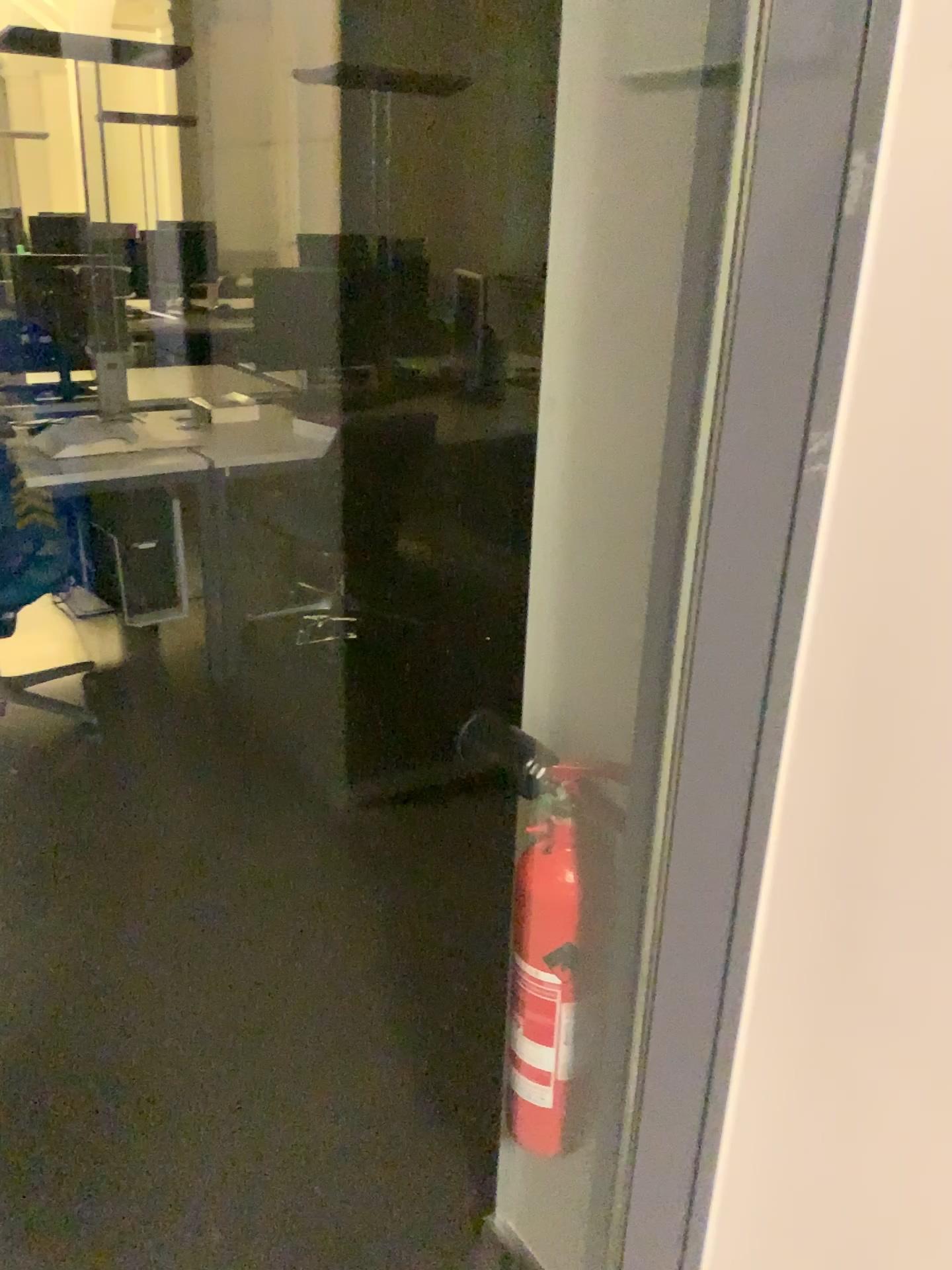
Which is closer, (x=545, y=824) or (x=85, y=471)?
(x=545, y=824)

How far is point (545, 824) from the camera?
1.10m

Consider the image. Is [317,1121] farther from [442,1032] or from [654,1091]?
[654,1091]

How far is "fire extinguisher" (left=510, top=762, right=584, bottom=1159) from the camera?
1.1m

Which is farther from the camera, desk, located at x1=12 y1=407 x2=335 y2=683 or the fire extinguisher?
desk, located at x1=12 y1=407 x2=335 y2=683
